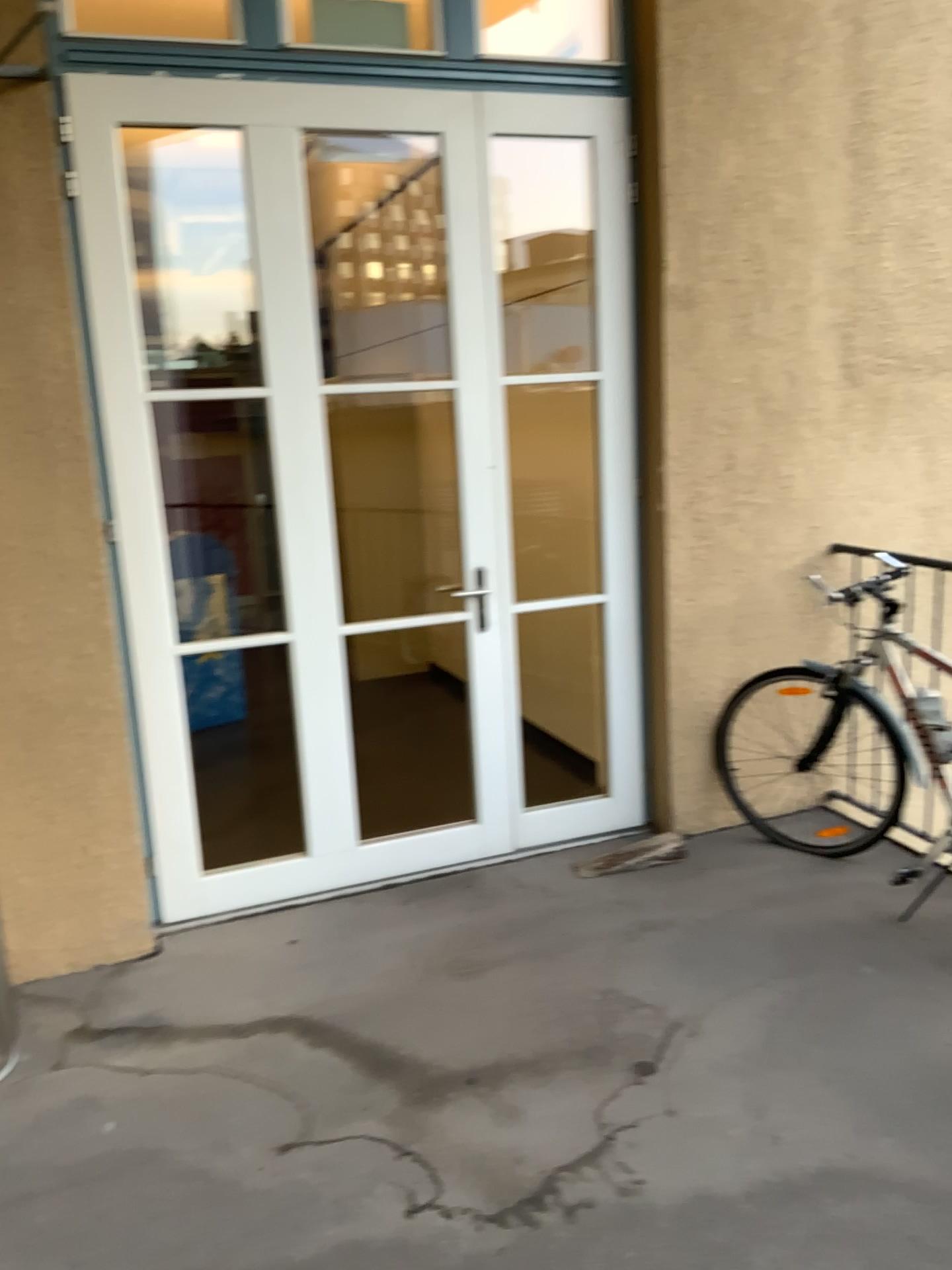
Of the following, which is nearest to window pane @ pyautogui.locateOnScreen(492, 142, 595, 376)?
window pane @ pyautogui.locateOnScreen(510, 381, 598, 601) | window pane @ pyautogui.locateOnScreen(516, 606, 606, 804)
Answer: window pane @ pyautogui.locateOnScreen(510, 381, 598, 601)

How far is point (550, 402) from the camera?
A: 4.8m

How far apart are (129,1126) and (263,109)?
2.79m

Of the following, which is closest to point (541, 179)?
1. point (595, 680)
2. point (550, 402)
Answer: point (550, 402)

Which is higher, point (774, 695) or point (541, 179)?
point (541, 179)

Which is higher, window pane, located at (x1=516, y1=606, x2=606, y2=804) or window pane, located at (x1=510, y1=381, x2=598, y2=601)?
window pane, located at (x1=510, y1=381, x2=598, y2=601)

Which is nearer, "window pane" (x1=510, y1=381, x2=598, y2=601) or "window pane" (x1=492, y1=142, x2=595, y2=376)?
"window pane" (x1=492, y1=142, x2=595, y2=376)

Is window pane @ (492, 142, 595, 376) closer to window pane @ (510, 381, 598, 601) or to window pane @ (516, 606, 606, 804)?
window pane @ (510, 381, 598, 601)

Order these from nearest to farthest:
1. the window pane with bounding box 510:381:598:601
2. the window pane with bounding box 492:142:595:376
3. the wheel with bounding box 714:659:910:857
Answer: the wheel with bounding box 714:659:910:857 → the window pane with bounding box 492:142:595:376 → the window pane with bounding box 510:381:598:601

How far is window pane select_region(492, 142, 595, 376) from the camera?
4.6 meters
